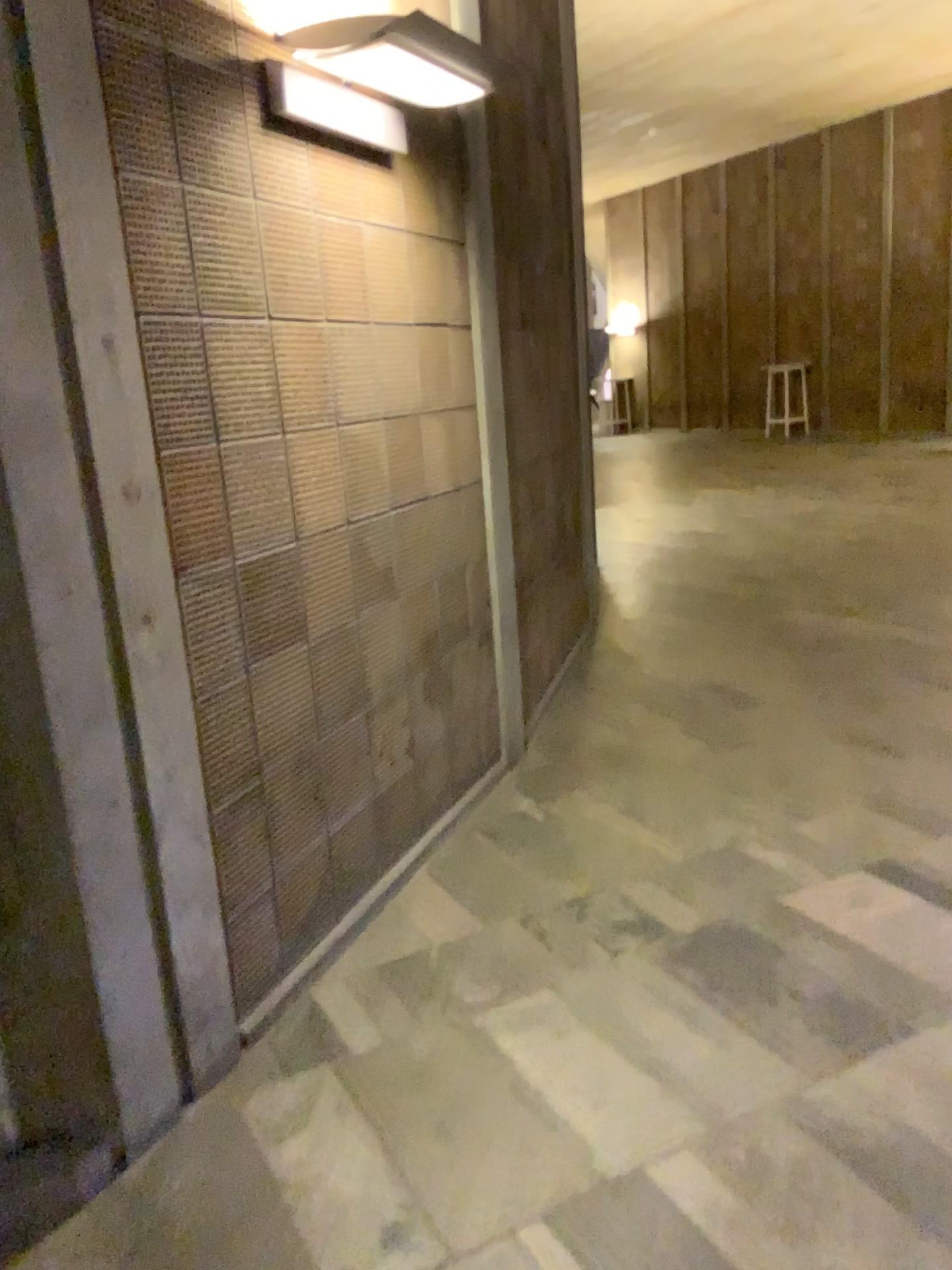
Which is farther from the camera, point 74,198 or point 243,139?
point 243,139

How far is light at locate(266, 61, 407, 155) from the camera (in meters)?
2.37

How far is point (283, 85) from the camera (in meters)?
2.37
